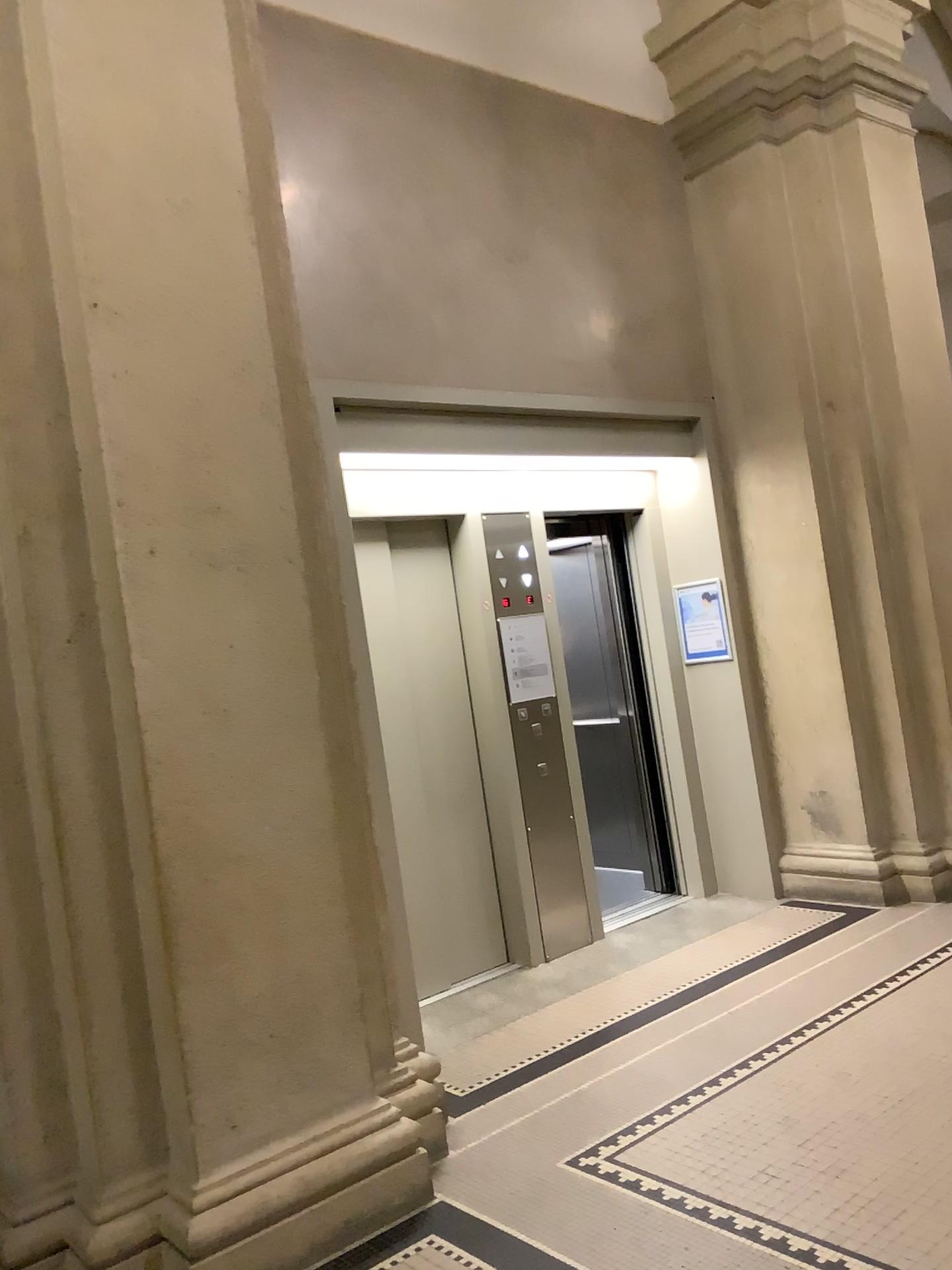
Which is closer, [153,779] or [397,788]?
[153,779]

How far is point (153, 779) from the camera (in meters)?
2.76

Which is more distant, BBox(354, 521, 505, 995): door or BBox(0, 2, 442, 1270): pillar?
BBox(354, 521, 505, 995): door

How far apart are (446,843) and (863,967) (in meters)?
1.89

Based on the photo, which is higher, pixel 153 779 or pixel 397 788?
pixel 153 779

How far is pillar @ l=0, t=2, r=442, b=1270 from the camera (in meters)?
2.76
